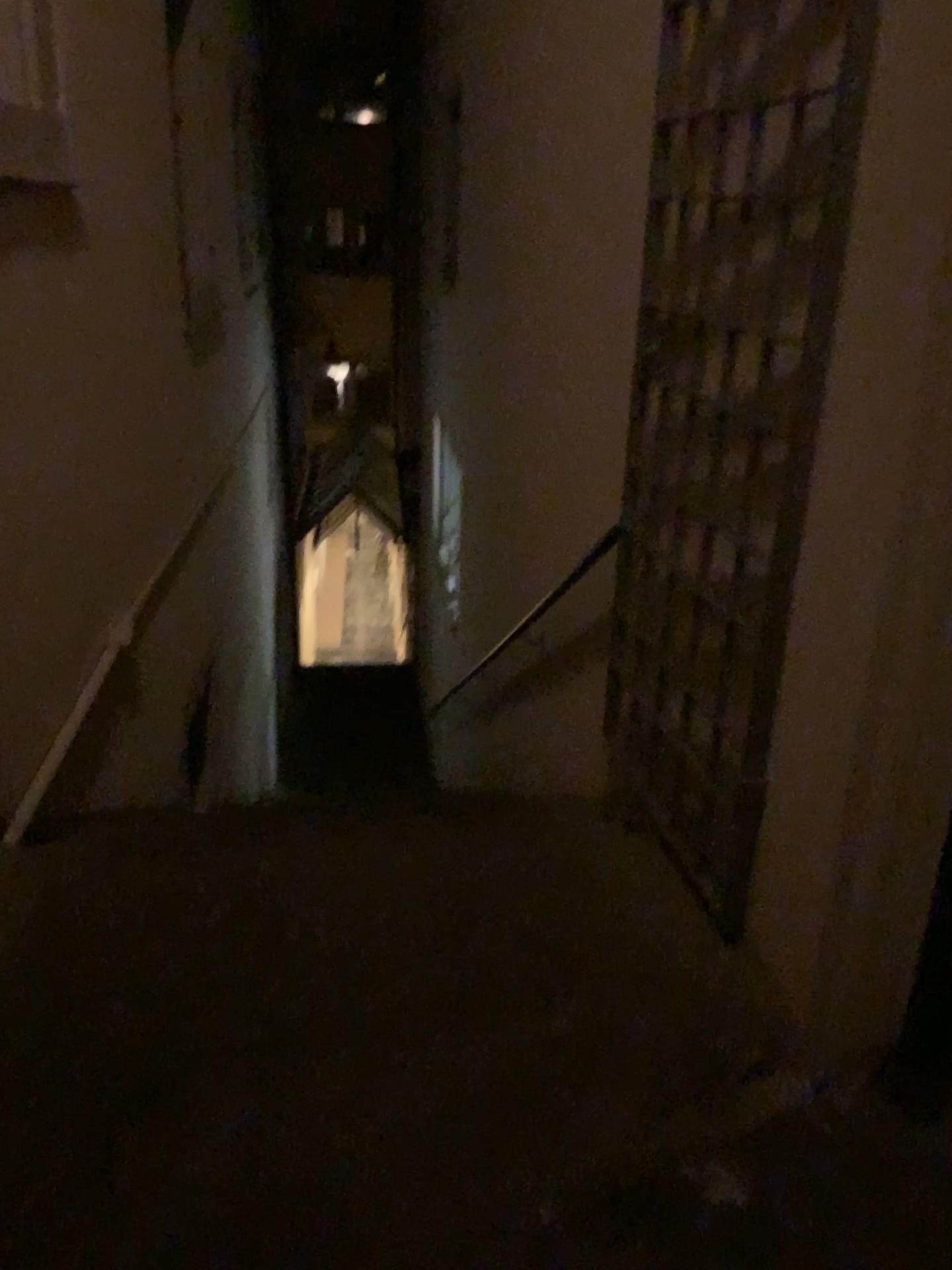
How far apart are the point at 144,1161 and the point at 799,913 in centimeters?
112cm

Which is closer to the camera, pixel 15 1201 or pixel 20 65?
pixel 15 1201

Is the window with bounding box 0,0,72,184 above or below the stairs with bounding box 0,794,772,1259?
above

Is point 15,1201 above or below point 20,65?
below

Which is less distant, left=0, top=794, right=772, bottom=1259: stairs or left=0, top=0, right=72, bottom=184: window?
left=0, top=794, right=772, bottom=1259: stairs
